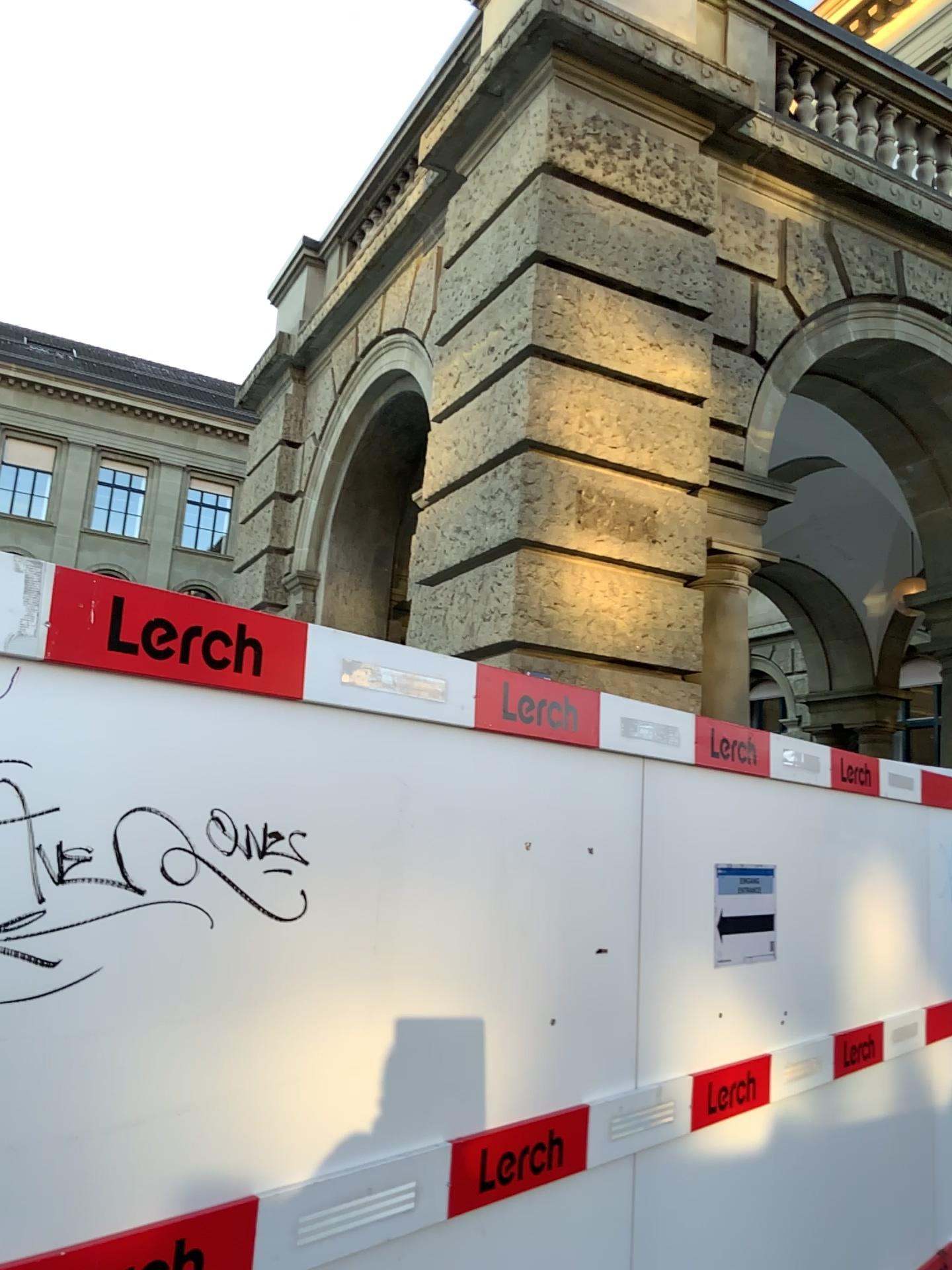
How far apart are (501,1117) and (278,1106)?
0.7 meters

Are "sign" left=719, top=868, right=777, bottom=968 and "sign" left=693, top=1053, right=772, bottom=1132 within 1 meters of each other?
yes

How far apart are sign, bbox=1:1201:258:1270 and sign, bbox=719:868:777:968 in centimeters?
178cm

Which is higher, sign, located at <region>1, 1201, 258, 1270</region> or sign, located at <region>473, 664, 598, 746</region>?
sign, located at <region>473, 664, 598, 746</region>

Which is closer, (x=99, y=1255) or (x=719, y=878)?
(x=99, y=1255)

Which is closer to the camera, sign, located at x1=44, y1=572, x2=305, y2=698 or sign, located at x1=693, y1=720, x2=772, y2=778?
sign, located at x1=44, y1=572, x2=305, y2=698

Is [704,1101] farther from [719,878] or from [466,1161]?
[466,1161]

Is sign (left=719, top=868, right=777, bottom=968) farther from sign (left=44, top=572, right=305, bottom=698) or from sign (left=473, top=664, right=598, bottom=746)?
sign (left=44, top=572, right=305, bottom=698)

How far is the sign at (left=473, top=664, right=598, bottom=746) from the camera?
2.4 meters

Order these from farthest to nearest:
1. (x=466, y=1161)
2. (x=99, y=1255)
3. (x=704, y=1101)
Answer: (x=704, y=1101), (x=466, y=1161), (x=99, y=1255)
